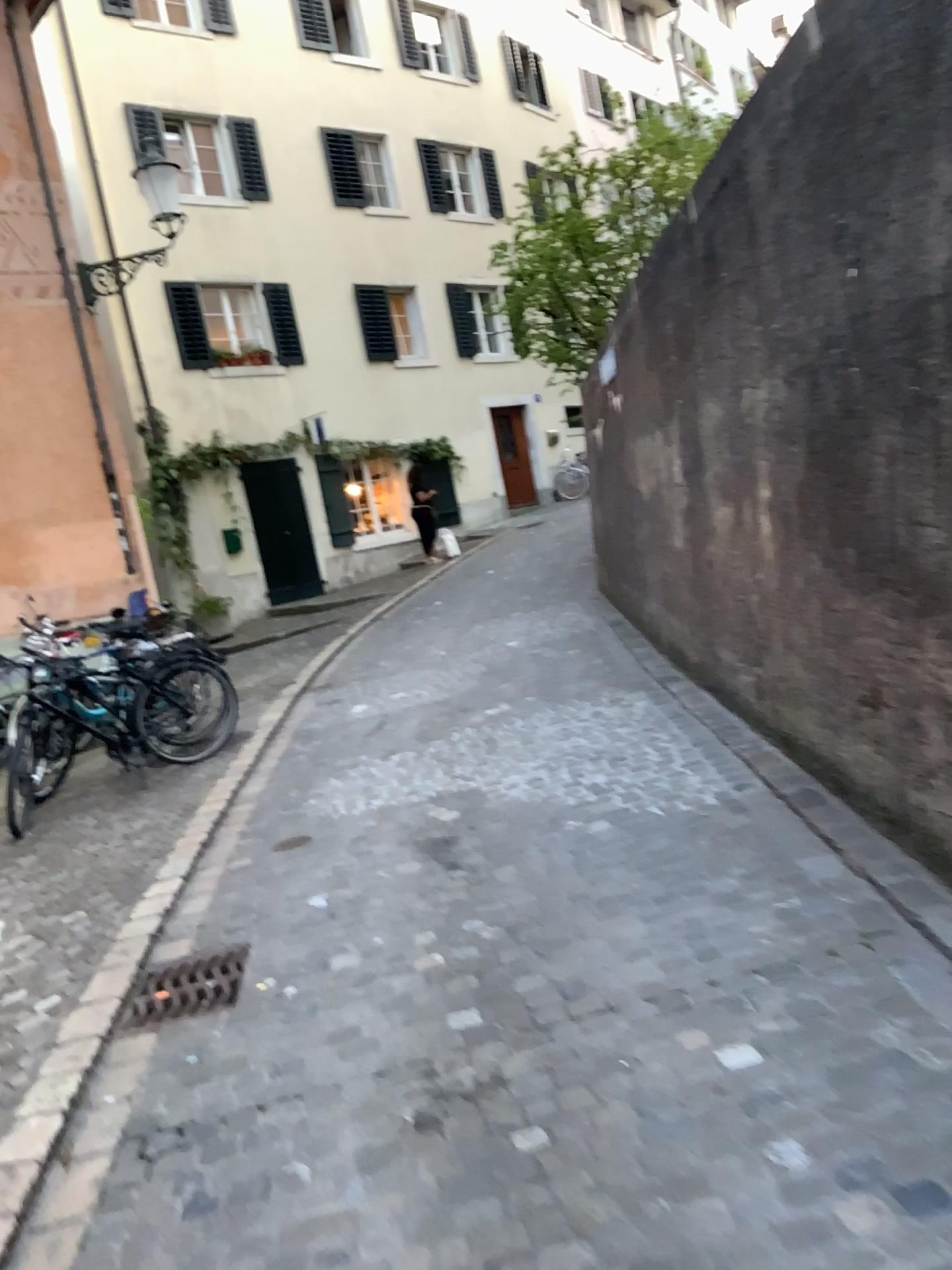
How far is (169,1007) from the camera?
3.4m

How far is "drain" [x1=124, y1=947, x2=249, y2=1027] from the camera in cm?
339

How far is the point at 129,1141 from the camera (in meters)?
2.65
